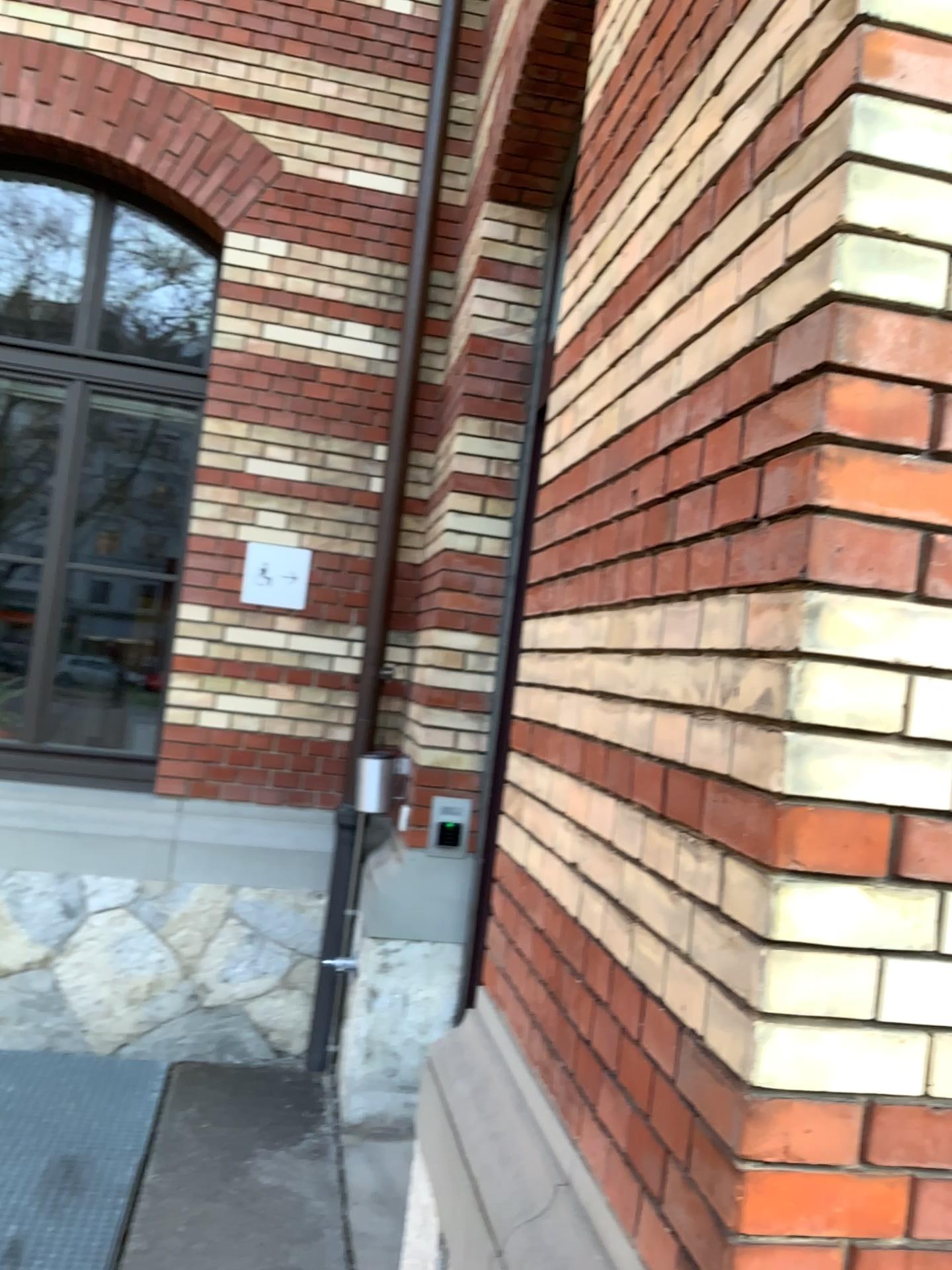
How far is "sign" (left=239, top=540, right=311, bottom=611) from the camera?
4.4m

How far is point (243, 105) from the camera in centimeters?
441cm

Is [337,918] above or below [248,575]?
below

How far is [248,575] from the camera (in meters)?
4.39
